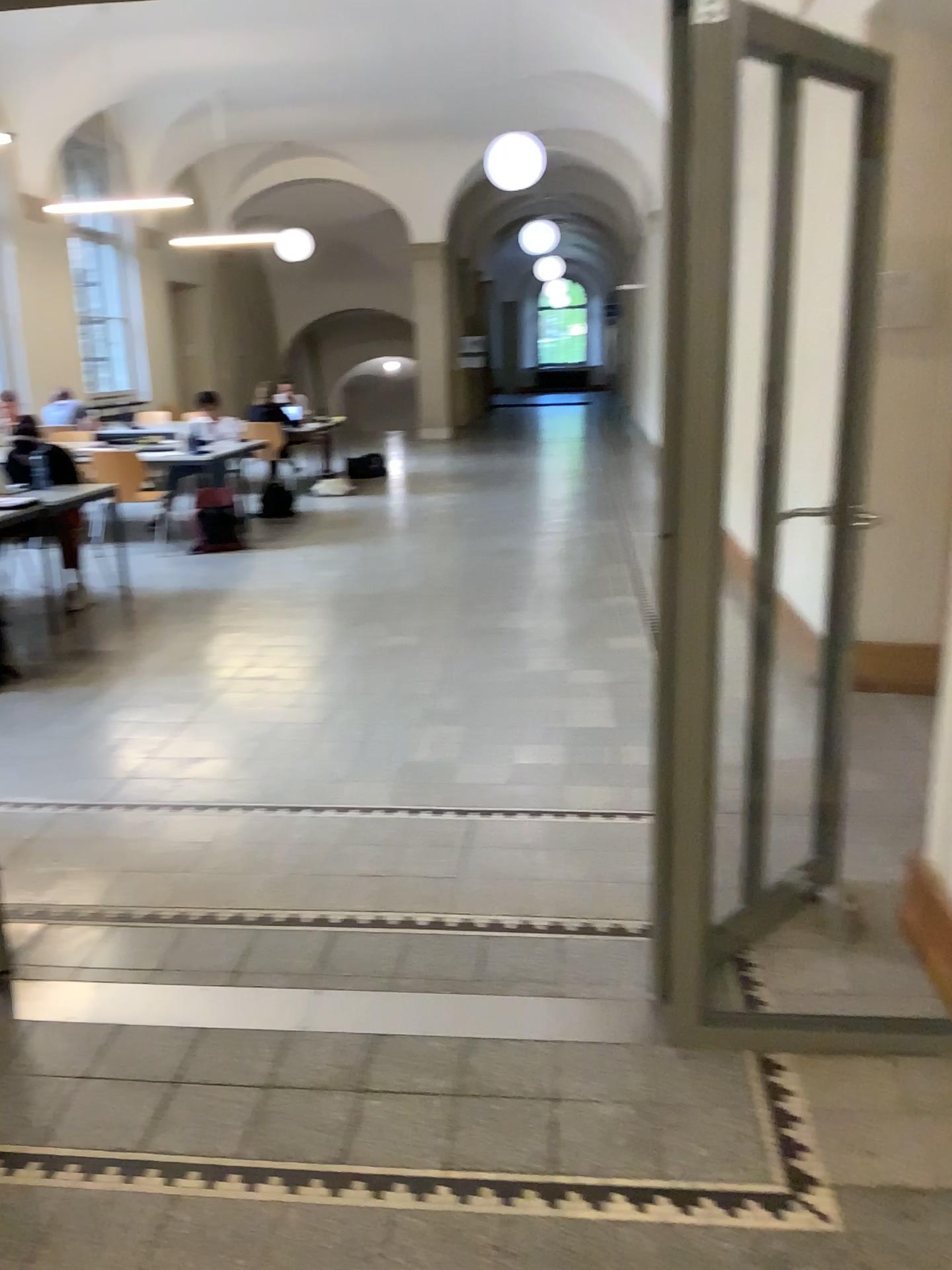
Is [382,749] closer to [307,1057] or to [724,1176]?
[307,1057]
